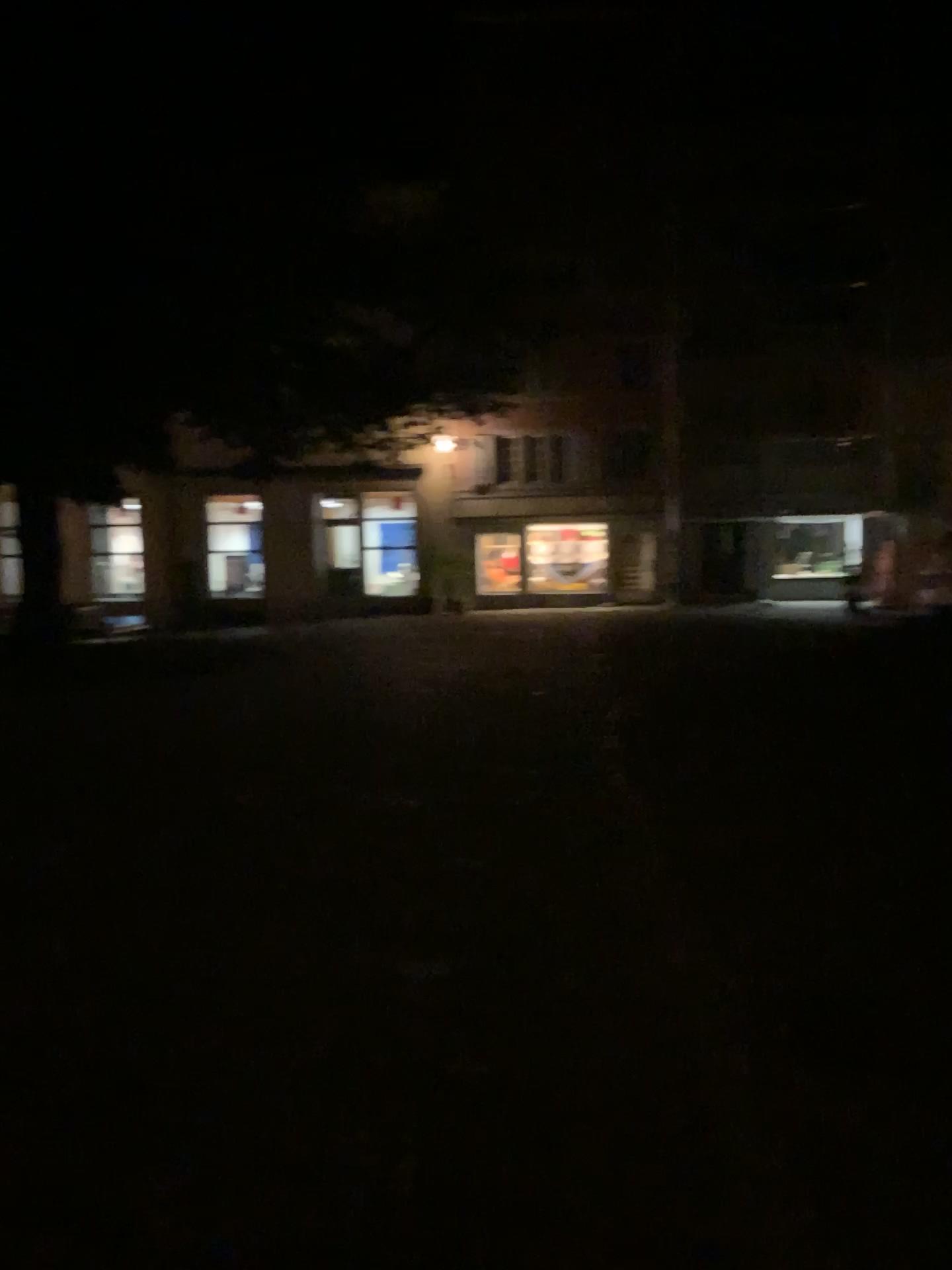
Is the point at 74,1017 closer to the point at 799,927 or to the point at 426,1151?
the point at 426,1151
